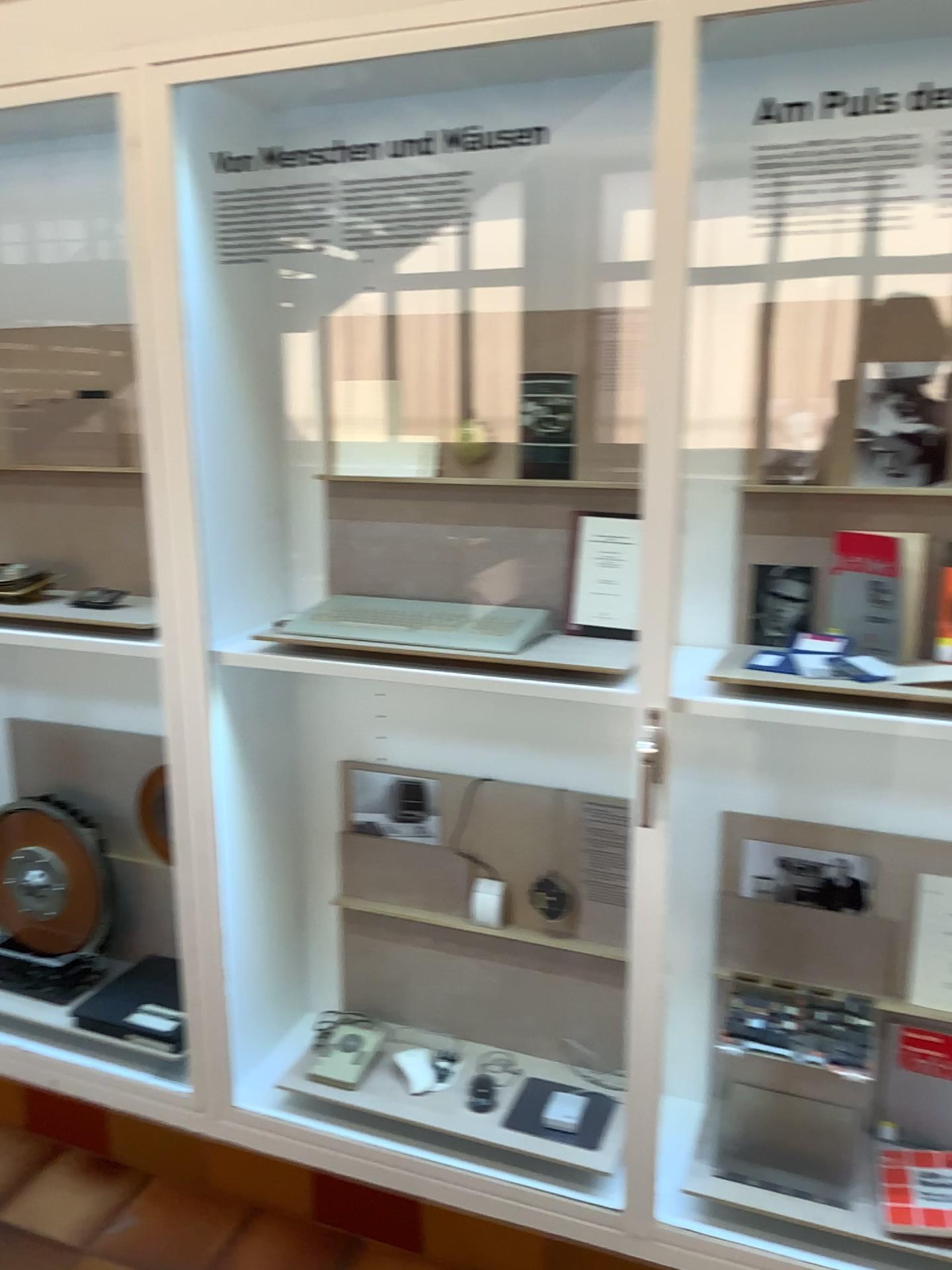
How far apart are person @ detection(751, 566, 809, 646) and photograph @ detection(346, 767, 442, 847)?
0.79m

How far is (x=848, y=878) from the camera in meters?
2.0 m

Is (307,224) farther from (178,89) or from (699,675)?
(699,675)

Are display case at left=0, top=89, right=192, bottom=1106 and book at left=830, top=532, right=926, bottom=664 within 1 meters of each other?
no

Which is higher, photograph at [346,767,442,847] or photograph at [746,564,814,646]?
photograph at [746,564,814,646]

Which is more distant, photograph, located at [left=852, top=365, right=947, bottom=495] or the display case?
the display case

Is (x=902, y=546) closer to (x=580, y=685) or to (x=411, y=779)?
(x=580, y=685)

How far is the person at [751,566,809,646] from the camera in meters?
1.9 m

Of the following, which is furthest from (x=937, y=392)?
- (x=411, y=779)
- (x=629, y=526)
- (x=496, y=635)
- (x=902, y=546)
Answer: (x=411, y=779)

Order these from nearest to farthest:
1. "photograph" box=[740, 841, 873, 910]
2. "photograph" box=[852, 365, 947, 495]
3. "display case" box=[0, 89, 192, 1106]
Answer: "photograph" box=[852, 365, 947, 495]
"photograph" box=[740, 841, 873, 910]
"display case" box=[0, 89, 192, 1106]
